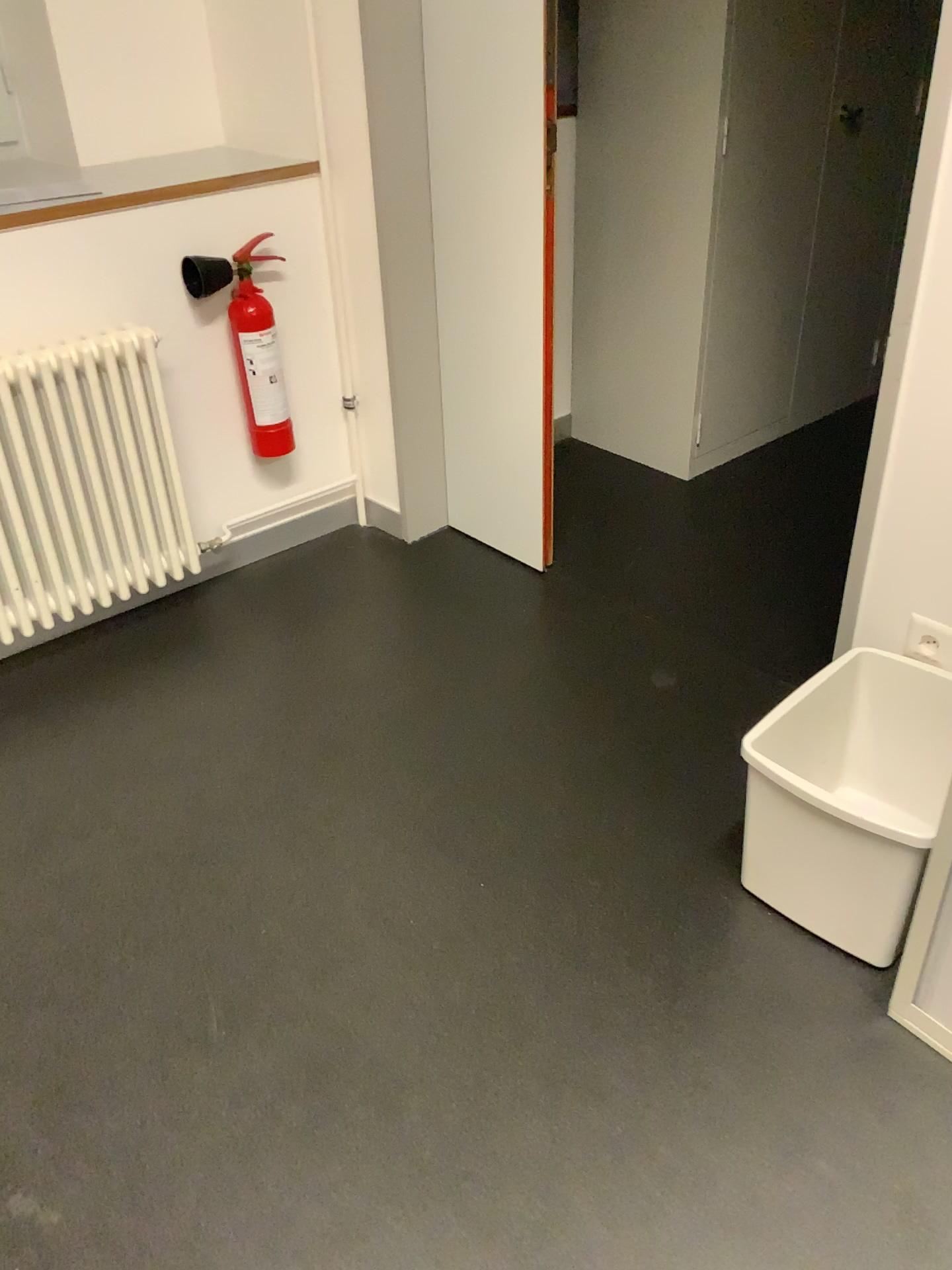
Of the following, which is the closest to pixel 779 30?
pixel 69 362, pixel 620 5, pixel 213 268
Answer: pixel 620 5

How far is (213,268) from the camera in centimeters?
250cm

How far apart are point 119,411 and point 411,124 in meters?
1.0

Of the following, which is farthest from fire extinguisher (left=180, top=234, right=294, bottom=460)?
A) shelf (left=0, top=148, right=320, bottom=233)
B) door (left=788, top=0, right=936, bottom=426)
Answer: door (left=788, top=0, right=936, bottom=426)

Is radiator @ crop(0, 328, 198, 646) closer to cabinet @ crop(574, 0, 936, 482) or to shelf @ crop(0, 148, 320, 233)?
shelf @ crop(0, 148, 320, 233)

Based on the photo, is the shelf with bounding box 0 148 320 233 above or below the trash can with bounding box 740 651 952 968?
above

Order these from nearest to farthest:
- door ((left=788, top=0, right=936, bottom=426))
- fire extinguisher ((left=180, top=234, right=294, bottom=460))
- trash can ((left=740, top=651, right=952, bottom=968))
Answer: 1. trash can ((left=740, top=651, right=952, bottom=968))
2. fire extinguisher ((left=180, top=234, right=294, bottom=460))
3. door ((left=788, top=0, right=936, bottom=426))

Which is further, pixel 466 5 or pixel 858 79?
pixel 858 79

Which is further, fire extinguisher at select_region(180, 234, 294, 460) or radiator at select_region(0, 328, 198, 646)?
fire extinguisher at select_region(180, 234, 294, 460)

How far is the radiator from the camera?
2.20m
